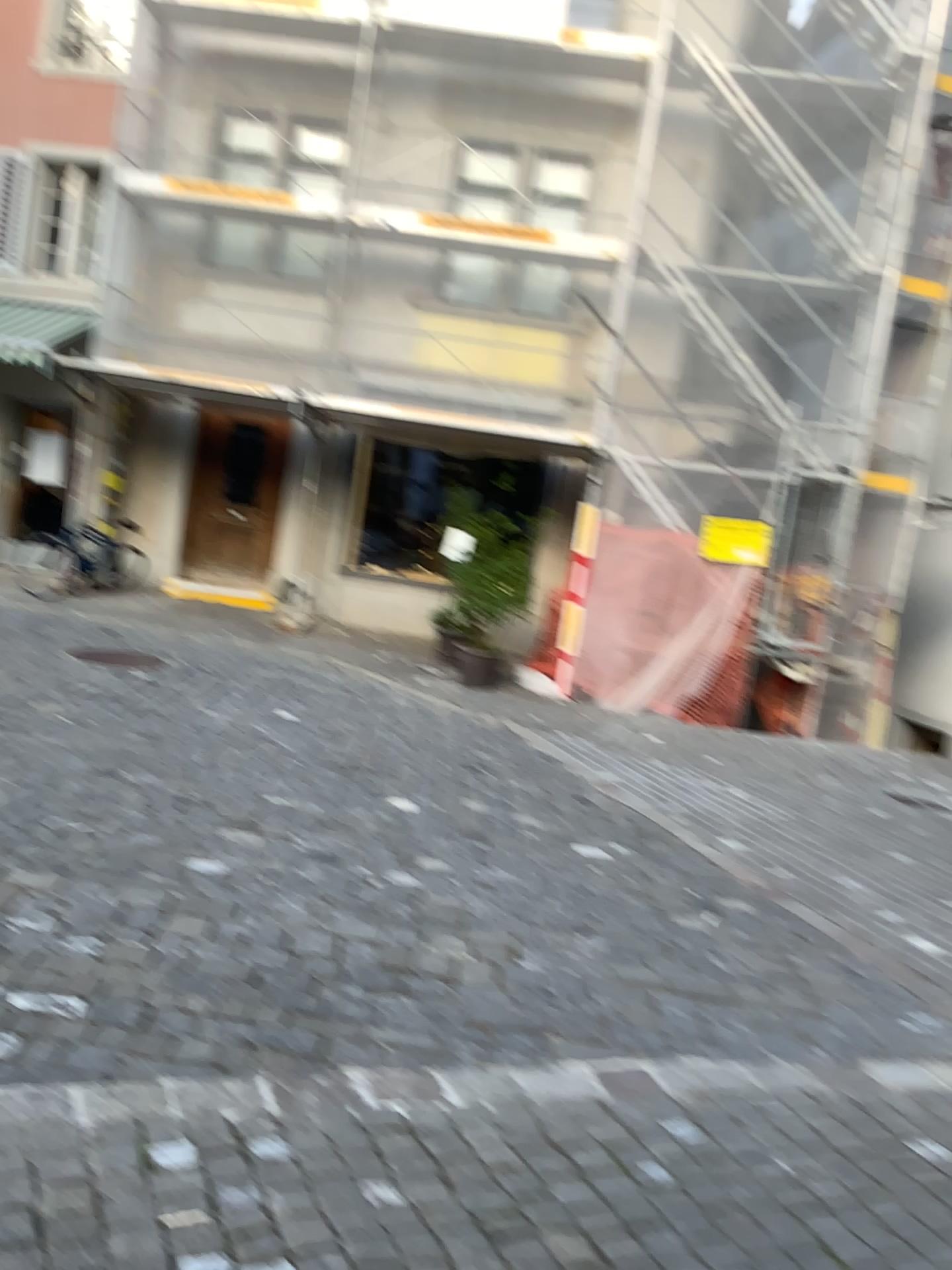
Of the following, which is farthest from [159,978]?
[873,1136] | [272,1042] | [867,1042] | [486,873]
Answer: [867,1042]
